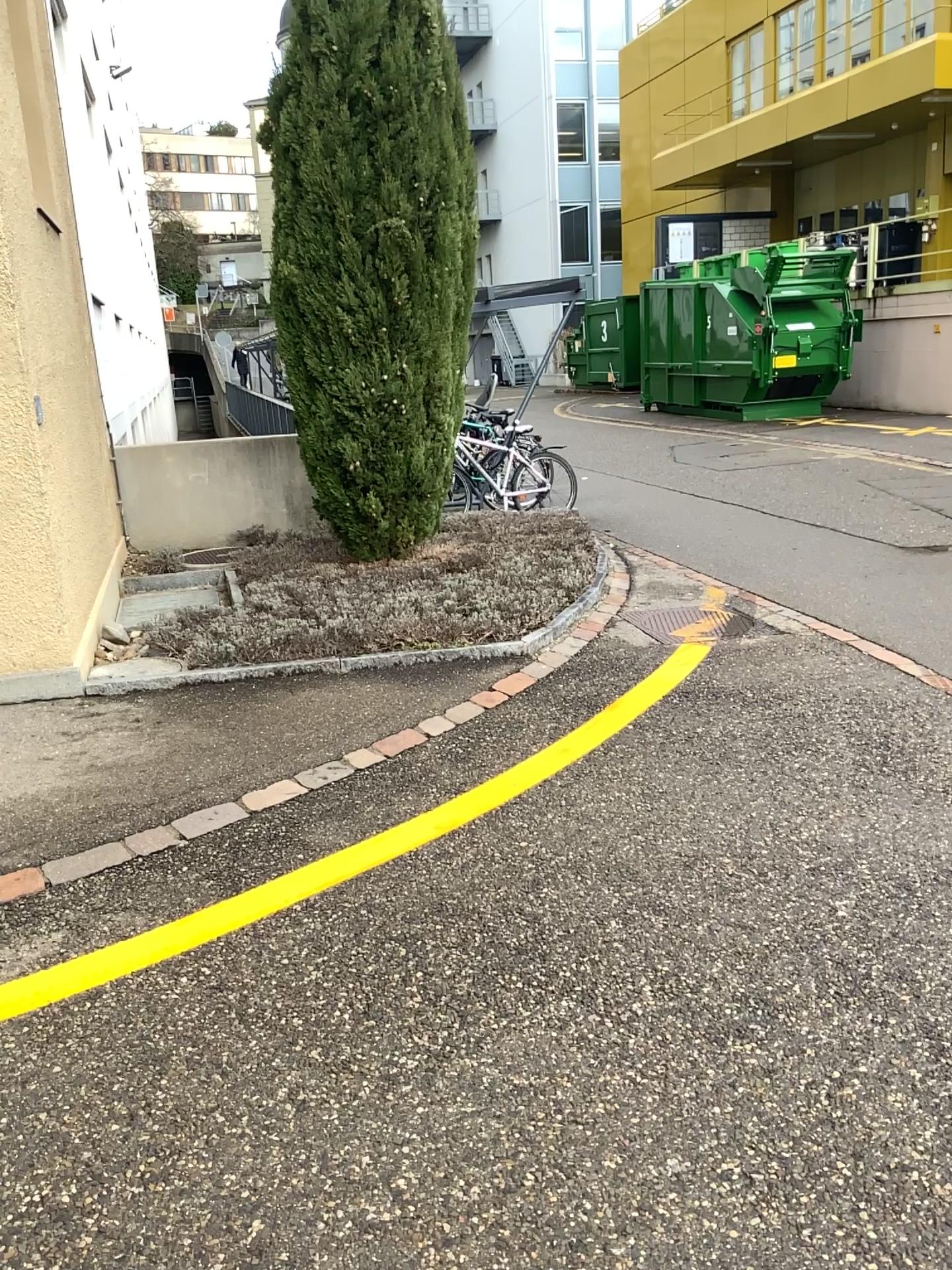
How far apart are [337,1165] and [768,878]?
1.6 meters
